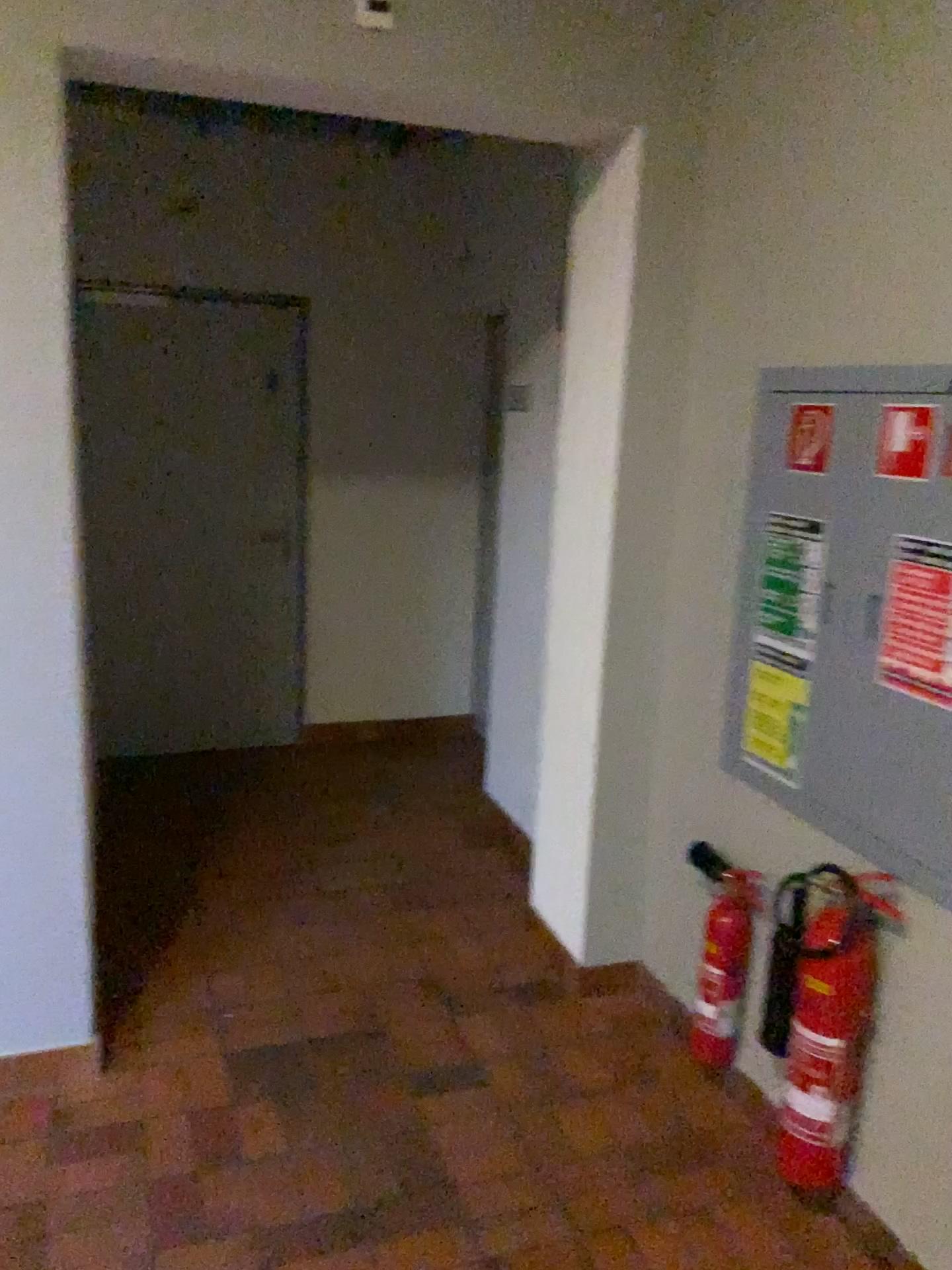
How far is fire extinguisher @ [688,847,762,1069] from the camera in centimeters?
247cm

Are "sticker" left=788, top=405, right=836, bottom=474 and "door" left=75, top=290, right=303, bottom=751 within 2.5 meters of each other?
no

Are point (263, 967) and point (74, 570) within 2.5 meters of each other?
yes

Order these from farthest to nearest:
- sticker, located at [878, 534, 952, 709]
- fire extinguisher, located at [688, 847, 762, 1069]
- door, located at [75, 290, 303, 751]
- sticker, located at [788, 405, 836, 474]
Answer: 1. door, located at [75, 290, 303, 751]
2. fire extinguisher, located at [688, 847, 762, 1069]
3. sticker, located at [788, 405, 836, 474]
4. sticker, located at [878, 534, 952, 709]

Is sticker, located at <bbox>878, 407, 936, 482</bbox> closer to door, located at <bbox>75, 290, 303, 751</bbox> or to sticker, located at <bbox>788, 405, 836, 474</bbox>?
sticker, located at <bbox>788, 405, 836, 474</bbox>

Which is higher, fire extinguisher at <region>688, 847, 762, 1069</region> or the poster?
the poster

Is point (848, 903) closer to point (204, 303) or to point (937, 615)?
point (937, 615)

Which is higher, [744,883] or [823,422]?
[823,422]

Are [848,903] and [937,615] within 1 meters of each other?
yes

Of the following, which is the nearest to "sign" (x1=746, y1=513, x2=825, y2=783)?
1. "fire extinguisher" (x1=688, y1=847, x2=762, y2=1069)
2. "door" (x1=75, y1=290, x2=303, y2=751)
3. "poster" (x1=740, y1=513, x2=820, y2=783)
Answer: "poster" (x1=740, y1=513, x2=820, y2=783)
